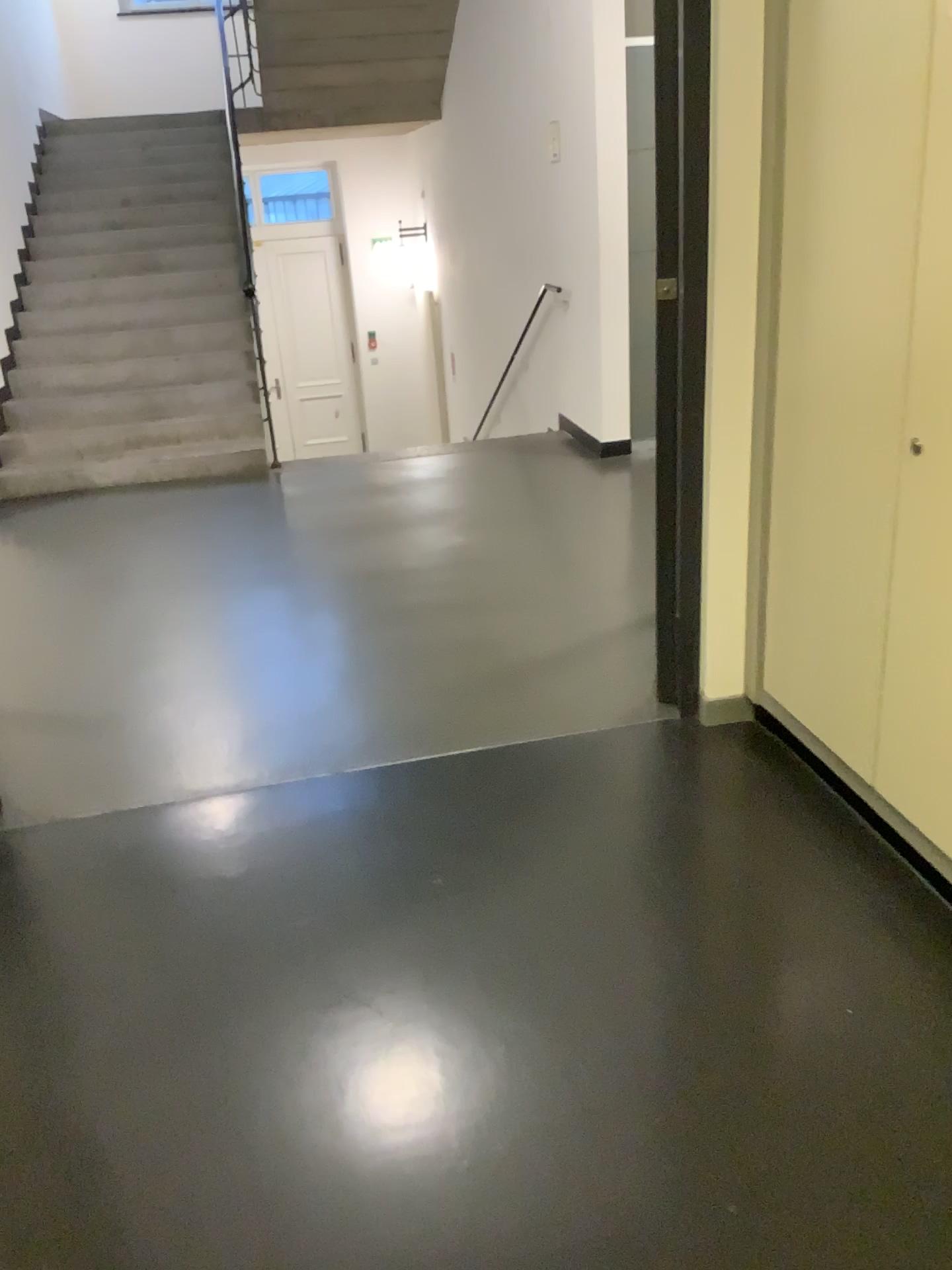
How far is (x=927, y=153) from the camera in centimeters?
185cm

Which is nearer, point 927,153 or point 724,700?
point 927,153

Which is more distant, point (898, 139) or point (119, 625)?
point (119, 625)

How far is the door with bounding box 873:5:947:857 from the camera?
1.85m

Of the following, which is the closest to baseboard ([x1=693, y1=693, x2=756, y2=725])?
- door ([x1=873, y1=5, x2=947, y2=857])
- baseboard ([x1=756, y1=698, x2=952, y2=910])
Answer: baseboard ([x1=756, y1=698, x2=952, y2=910])

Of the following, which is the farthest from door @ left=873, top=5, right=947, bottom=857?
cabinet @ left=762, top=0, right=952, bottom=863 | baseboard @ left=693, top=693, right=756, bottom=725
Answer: baseboard @ left=693, top=693, right=756, bottom=725

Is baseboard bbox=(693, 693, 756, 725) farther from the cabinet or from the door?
the door

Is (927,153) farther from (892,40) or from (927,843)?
(927,843)

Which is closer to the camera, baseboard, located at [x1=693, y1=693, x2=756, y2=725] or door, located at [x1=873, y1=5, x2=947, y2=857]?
door, located at [x1=873, y1=5, x2=947, y2=857]
